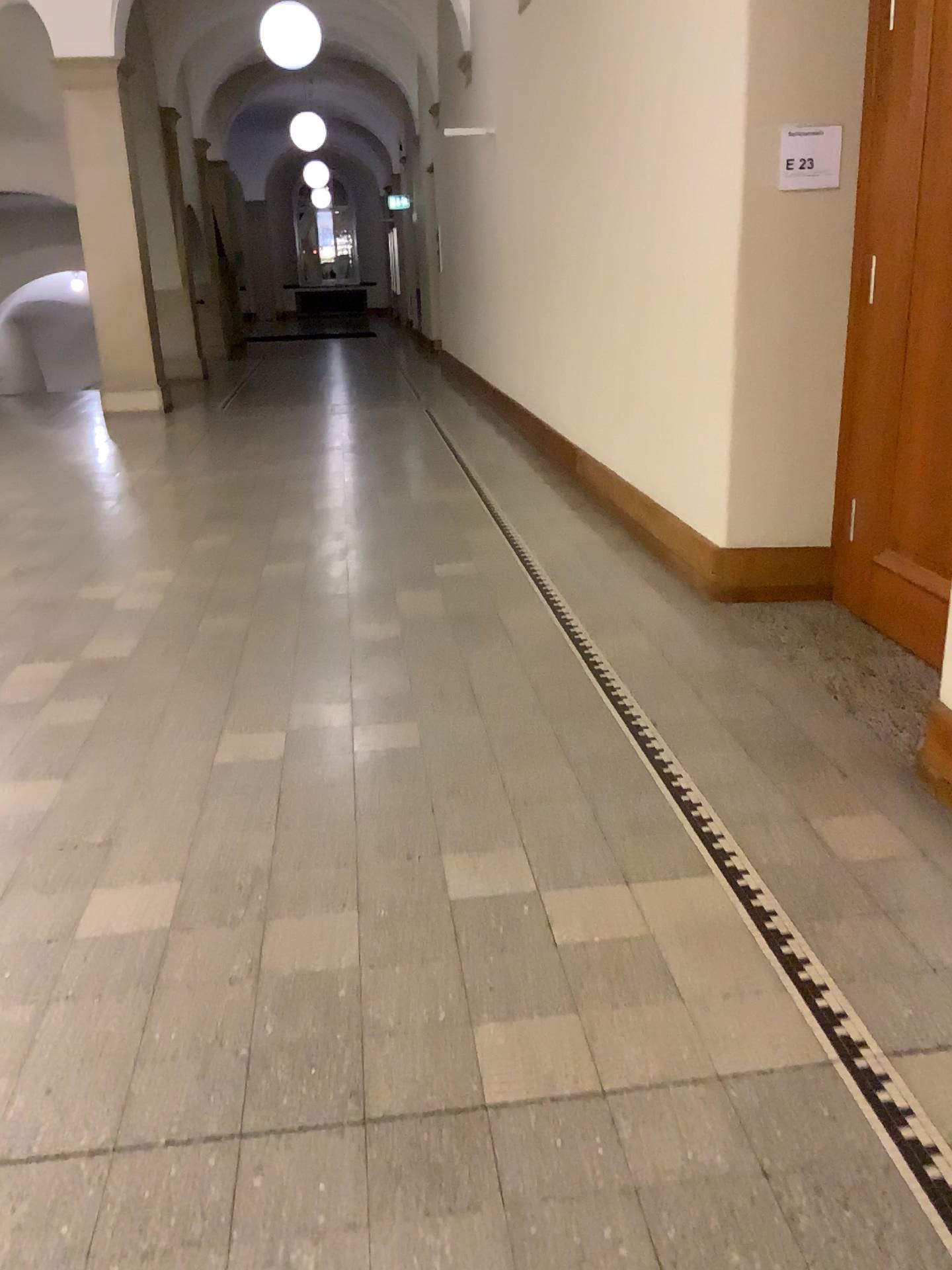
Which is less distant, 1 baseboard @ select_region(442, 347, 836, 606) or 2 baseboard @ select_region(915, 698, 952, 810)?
2 baseboard @ select_region(915, 698, 952, 810)

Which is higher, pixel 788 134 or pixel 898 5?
pixel 898 5

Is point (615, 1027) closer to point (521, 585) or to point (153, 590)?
point (521, 585)

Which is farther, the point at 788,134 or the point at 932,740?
the point at 788,134

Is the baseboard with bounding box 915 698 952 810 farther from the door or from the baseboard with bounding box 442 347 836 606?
the baseboard with bounding box 442 347 836 606

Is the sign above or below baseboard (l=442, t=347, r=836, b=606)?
above

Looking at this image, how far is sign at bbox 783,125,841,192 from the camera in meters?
3.7

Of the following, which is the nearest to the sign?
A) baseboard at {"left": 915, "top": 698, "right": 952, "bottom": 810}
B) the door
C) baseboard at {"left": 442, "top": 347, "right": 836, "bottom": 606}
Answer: the door

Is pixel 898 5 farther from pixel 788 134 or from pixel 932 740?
pixel 932 740

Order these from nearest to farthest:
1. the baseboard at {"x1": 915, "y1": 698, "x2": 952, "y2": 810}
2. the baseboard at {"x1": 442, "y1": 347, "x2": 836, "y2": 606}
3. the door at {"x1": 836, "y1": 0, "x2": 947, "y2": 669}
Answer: the baseboard at {"x1": 915, "y1": 698, "x2": 952, "y2": 810}, the door at {"x1": 836, "y1": 0, "x2": 947, "y2": 669}, the baseboard at {"x1": 442, "y1": 347, "x2": 836, "y2": 606}
